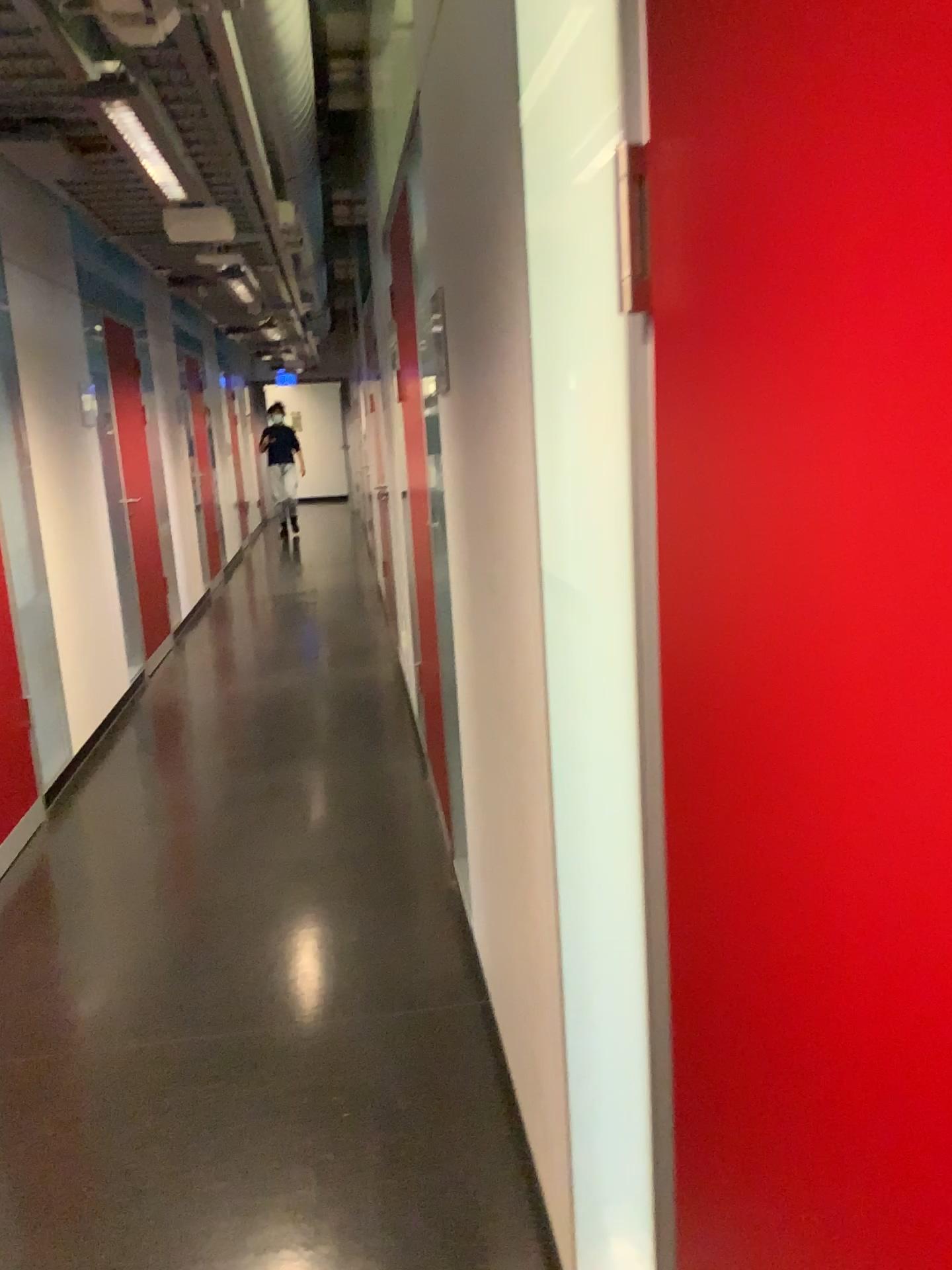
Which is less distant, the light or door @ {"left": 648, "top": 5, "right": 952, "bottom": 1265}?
door @ {"left": 648, "top": 5, "right": 952, "bottom": 1265}

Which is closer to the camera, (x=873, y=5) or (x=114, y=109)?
(x=873, y=5)

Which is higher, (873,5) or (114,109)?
(114,109)

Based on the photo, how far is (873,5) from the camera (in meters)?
0.47

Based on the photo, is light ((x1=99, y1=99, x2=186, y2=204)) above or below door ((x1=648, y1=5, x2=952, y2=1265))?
above

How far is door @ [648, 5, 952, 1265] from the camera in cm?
47

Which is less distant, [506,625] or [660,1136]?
[660,1136]
